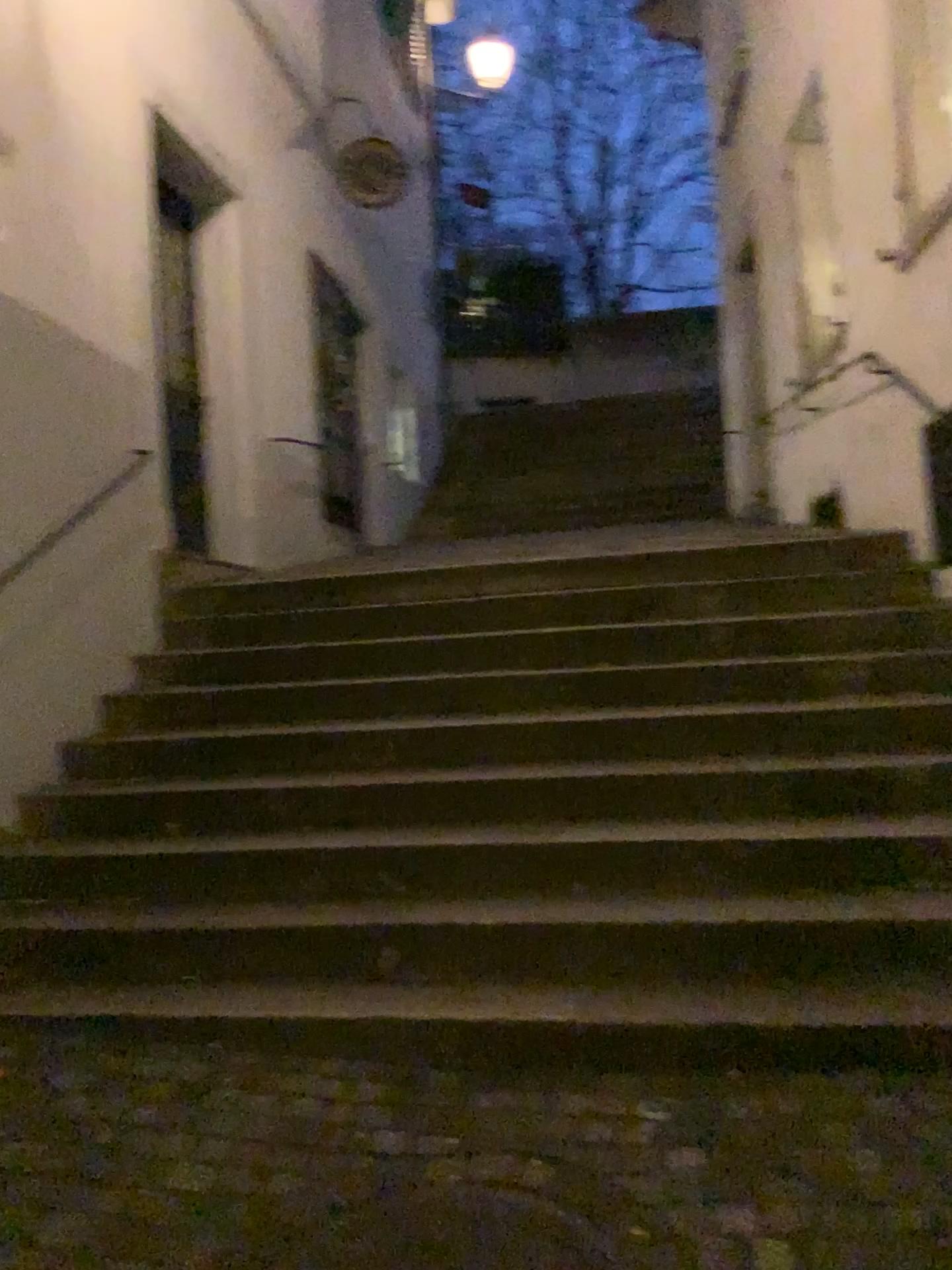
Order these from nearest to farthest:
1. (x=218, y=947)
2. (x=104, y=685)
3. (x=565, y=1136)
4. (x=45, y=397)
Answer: (x=565, y=1136)
(x=218, y=947)
(x=45, y=397)
(x=104, y=685)
